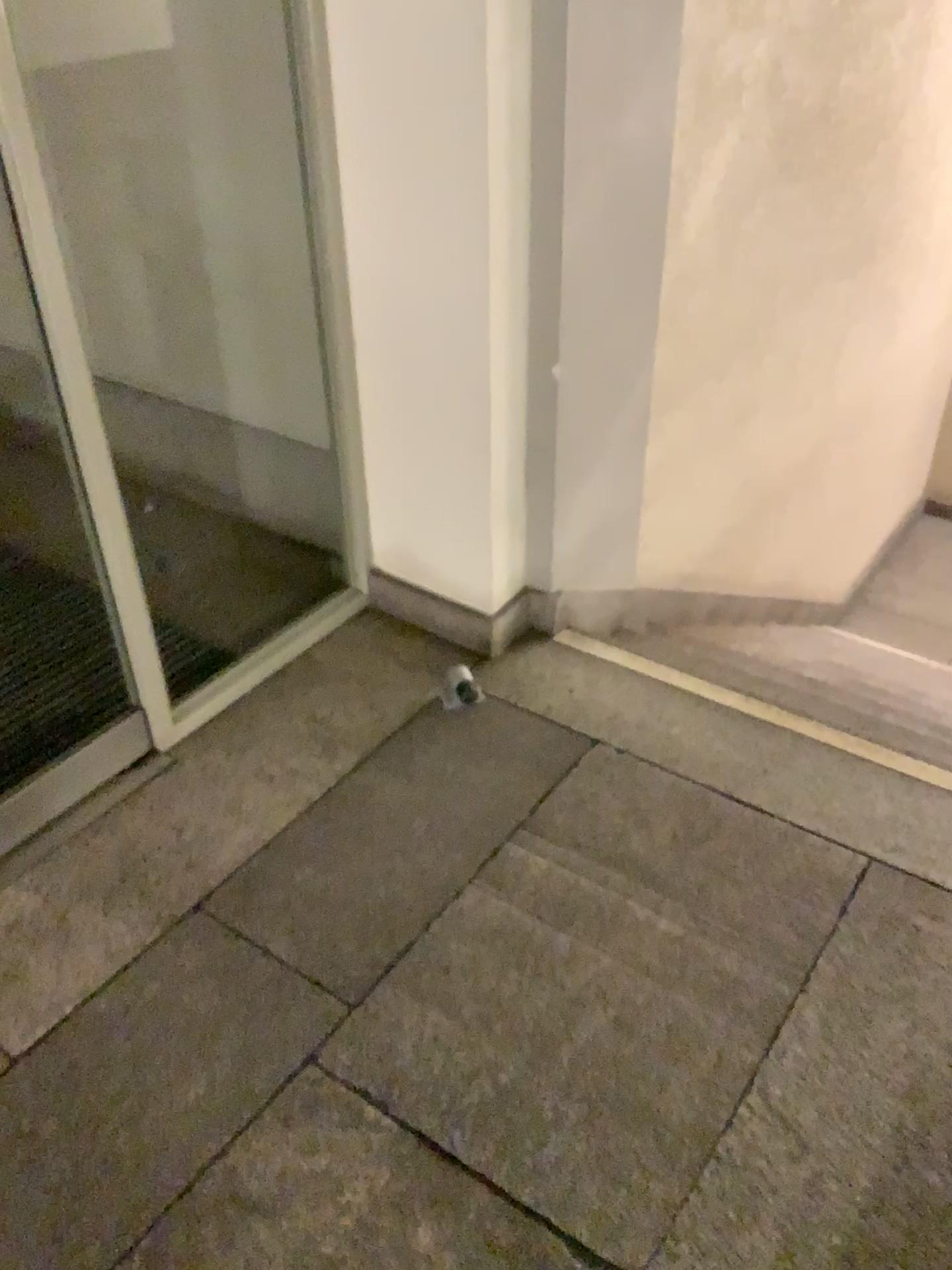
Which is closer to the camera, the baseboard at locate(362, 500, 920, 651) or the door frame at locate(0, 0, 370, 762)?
the door frame at locate(0, 0, 370, 762)

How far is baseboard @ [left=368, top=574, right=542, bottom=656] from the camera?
2.38m

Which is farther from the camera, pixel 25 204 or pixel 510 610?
pixel 510 610

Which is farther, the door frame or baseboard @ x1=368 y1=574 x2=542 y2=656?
baseboard @ x1=368 y1=574 x2=542 y2=656

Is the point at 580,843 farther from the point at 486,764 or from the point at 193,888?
the point at 193,888

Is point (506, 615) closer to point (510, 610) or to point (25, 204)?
point (510, 610)

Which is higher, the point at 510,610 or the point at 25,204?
the point at 25,204
